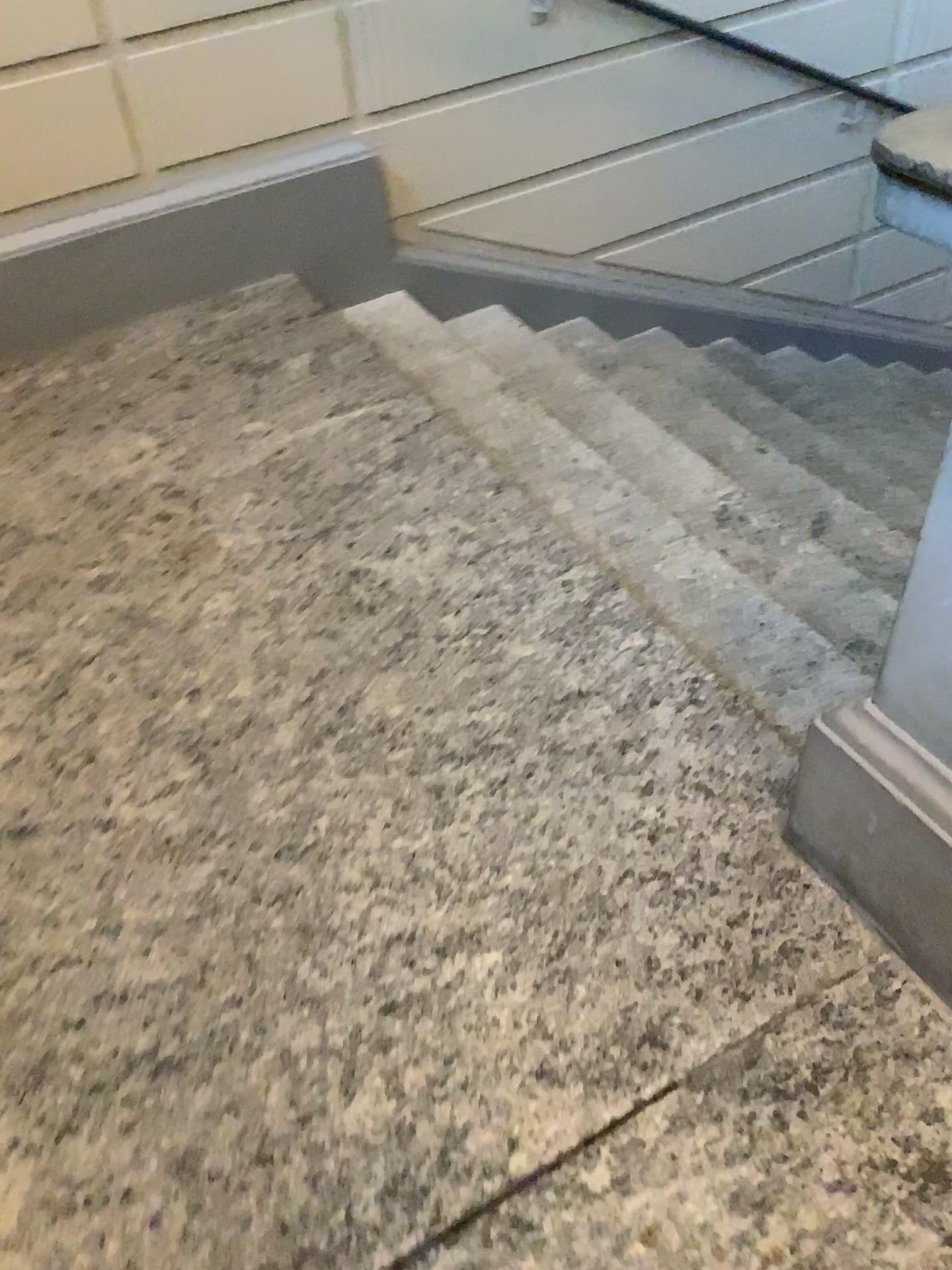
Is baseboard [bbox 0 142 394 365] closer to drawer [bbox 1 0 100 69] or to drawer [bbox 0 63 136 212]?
drawer [bbox 0 63 136 212]

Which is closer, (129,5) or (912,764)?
(912,764)

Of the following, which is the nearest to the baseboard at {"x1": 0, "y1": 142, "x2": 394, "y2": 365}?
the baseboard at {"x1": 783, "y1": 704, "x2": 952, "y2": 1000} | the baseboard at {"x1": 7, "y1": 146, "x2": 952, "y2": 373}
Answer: the baseboard at {"x1": 7, "y1": 146, "x2": 952, "y2": 373}

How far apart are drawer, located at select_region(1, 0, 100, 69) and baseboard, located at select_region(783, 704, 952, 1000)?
2.29m

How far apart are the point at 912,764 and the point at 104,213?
2.4m

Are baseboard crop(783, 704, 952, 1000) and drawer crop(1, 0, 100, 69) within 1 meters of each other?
no

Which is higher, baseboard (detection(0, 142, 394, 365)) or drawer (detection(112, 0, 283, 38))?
drawer (detection(112, 0, 283, 38))

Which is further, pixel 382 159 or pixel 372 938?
pixel 382 159

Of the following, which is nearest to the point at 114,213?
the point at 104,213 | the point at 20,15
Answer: the point at 104,213

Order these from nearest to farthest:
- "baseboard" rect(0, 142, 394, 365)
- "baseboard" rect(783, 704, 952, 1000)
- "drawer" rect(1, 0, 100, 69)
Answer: "baseboard" rect(783, 704, 952, 1000), "drawer" rect(1, 0, 100, 69), "baseboard" rect(0, 142, 394, 365)
